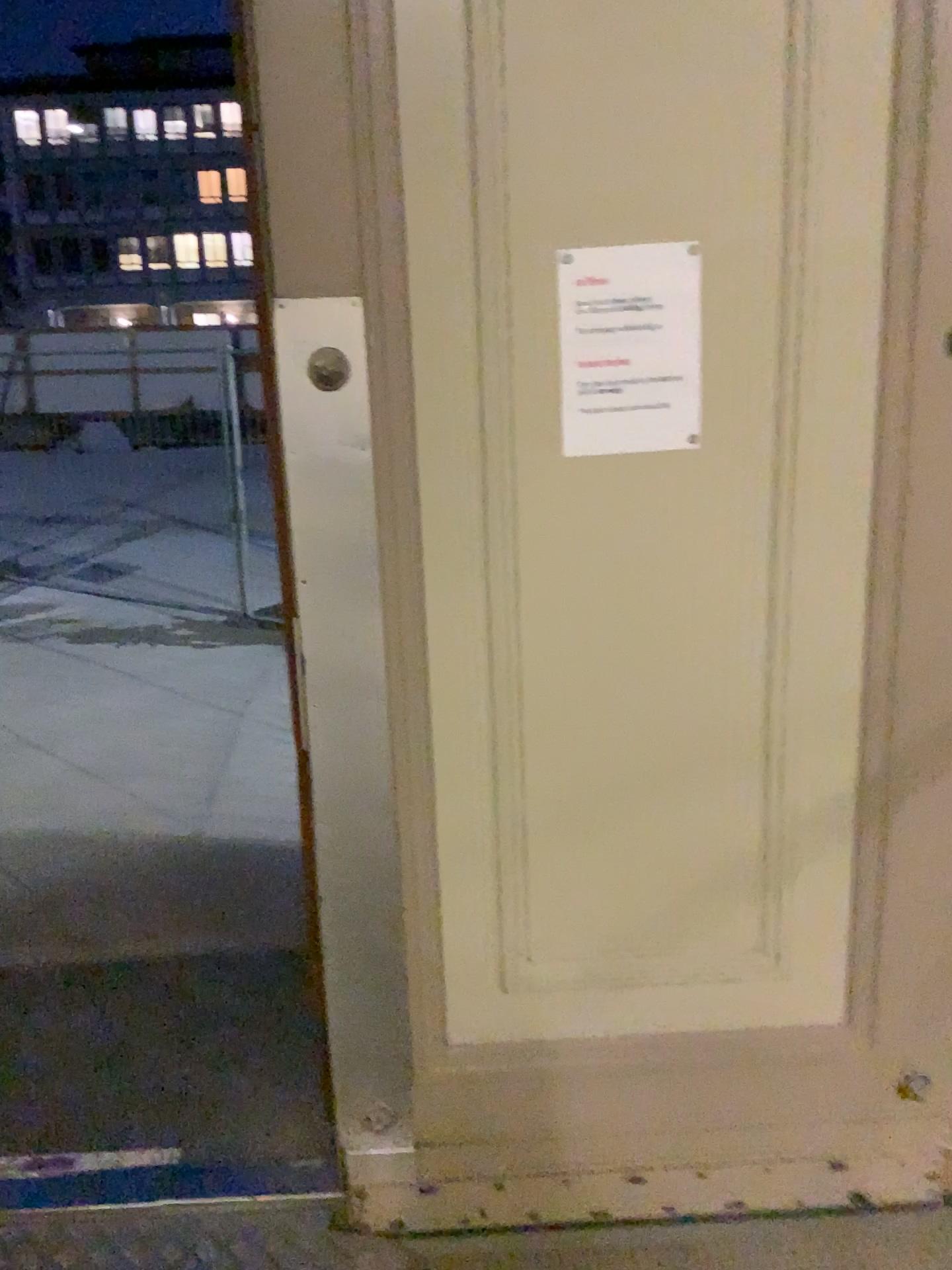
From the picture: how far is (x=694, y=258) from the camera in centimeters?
154cm

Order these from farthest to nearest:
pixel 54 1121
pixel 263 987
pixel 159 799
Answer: pixel 159 799 < pixel 263 987 < pixel 54 1121

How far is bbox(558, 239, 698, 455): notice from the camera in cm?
154
